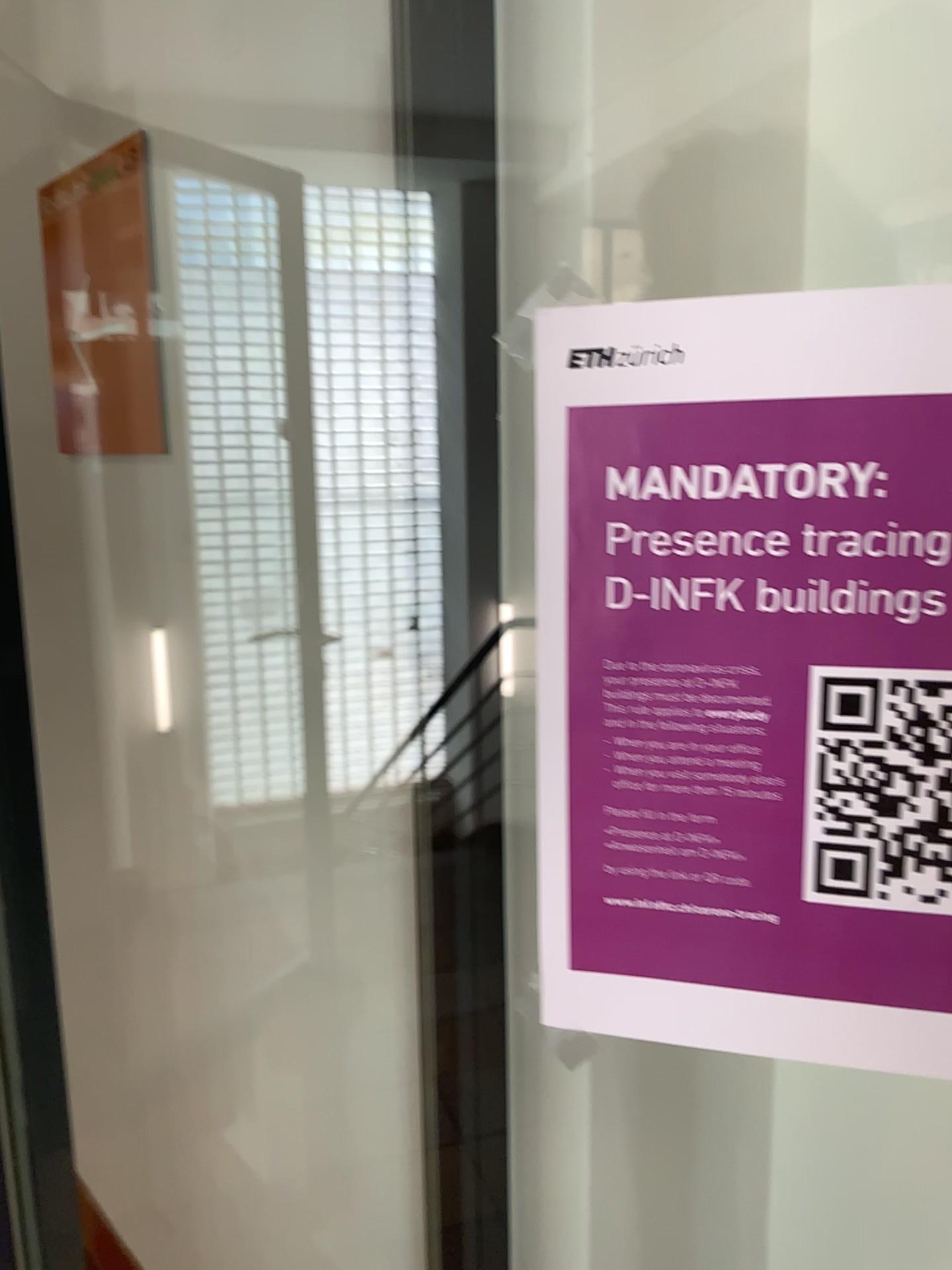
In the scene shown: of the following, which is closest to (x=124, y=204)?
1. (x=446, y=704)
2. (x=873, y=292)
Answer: (x=446, y=704)

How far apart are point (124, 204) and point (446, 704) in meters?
1.0 m

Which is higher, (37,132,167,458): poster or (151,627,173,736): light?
(37,132,167,458): poster

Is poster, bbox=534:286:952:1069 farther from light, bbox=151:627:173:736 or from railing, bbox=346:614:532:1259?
light, bbox=151:627:173:736

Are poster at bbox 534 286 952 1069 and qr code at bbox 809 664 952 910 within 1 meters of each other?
yes

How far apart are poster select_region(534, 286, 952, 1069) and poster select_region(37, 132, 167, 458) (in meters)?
1.16

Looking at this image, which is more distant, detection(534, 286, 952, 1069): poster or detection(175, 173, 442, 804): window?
detection(175, 173, 442, 804): window

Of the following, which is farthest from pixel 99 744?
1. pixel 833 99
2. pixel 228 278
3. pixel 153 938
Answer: pixel 833 99

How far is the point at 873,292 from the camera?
0.38m

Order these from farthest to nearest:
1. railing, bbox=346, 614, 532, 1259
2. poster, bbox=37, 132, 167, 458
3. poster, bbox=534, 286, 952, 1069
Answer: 1. poster, bbox=37, 132, 167, 458
2. railing, bbox=346, 614, 532, 1259
3. poster, bbox=534, 286, 952, 1069
